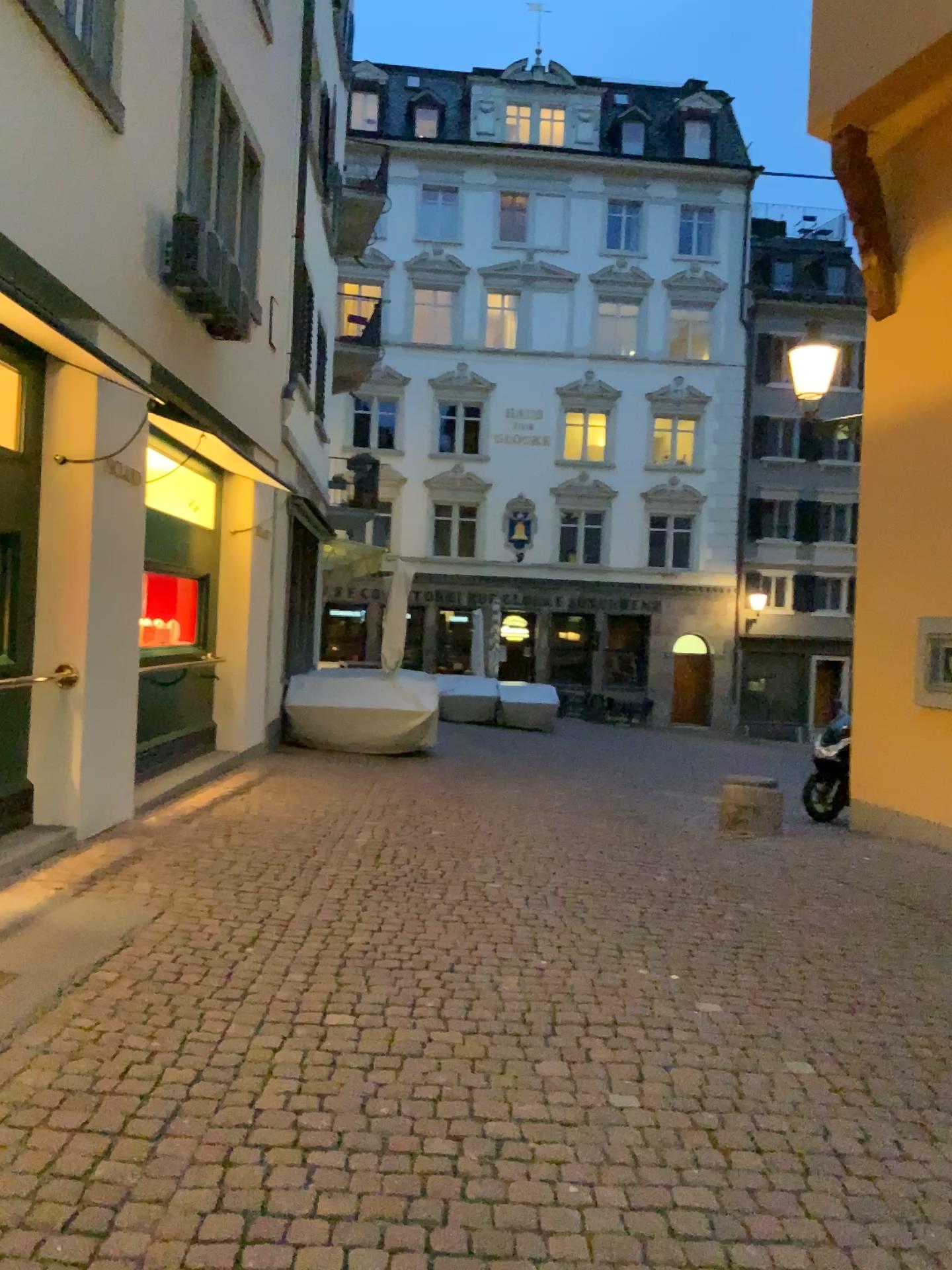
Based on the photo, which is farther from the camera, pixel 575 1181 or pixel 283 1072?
pixel 283 1072
